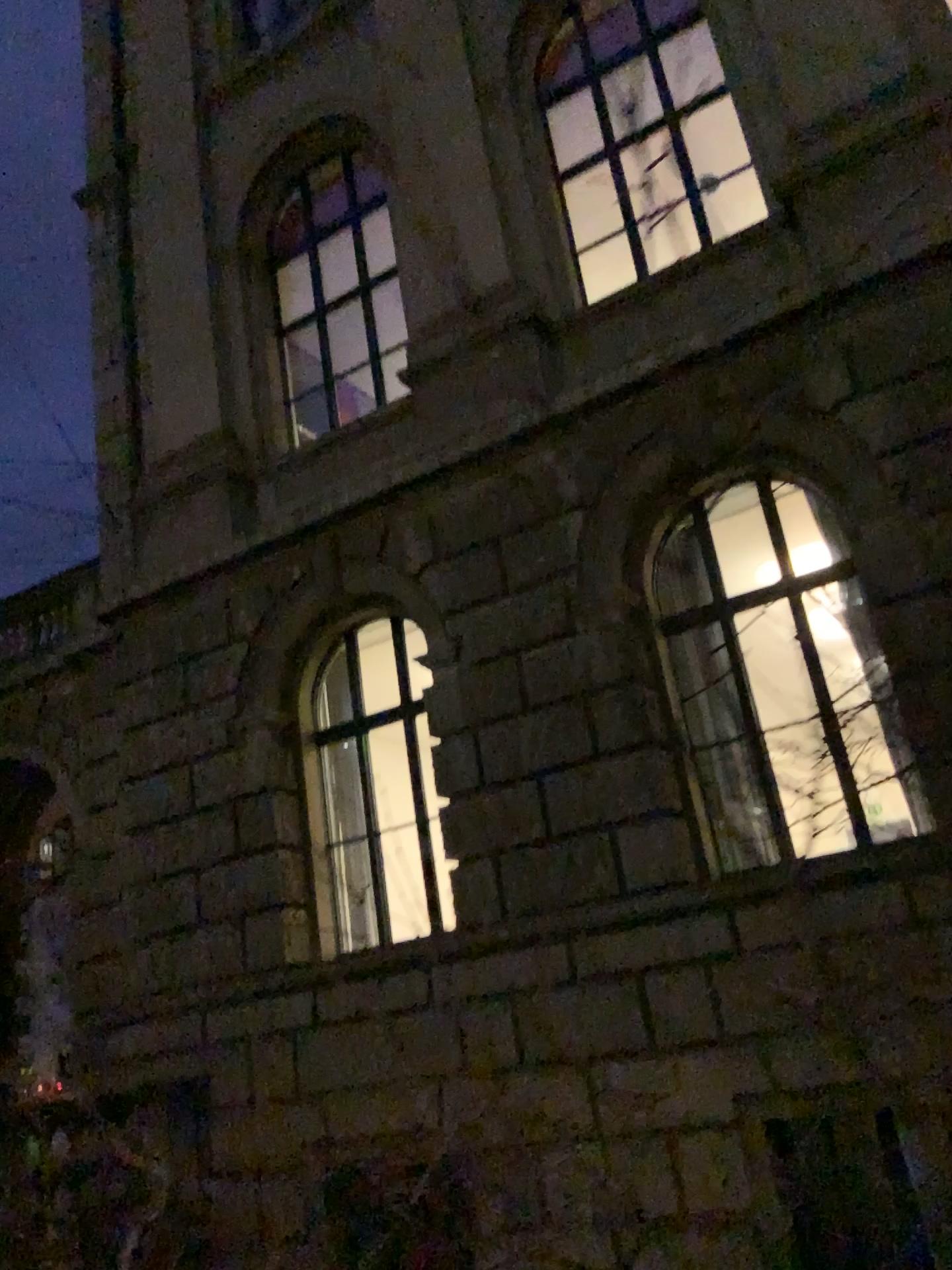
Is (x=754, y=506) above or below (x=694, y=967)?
above

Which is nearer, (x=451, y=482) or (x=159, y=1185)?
(x=451, y=482)

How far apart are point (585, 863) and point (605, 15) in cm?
81

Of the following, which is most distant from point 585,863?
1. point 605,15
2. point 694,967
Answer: point 605,15

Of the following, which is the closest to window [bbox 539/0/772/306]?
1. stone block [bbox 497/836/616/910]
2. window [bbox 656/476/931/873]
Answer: window [bbox 656/476/931/873]

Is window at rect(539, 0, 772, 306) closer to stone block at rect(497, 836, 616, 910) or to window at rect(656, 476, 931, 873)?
window at rect(656, 476, 931, 873)

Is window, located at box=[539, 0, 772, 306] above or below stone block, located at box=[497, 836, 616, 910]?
above

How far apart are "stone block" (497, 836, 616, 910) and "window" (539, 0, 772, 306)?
0.62m

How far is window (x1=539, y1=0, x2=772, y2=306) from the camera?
0.73m

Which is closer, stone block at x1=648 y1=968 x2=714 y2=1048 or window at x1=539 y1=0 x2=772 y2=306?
window at x1=539 y1=0 x2=772 y2=306
